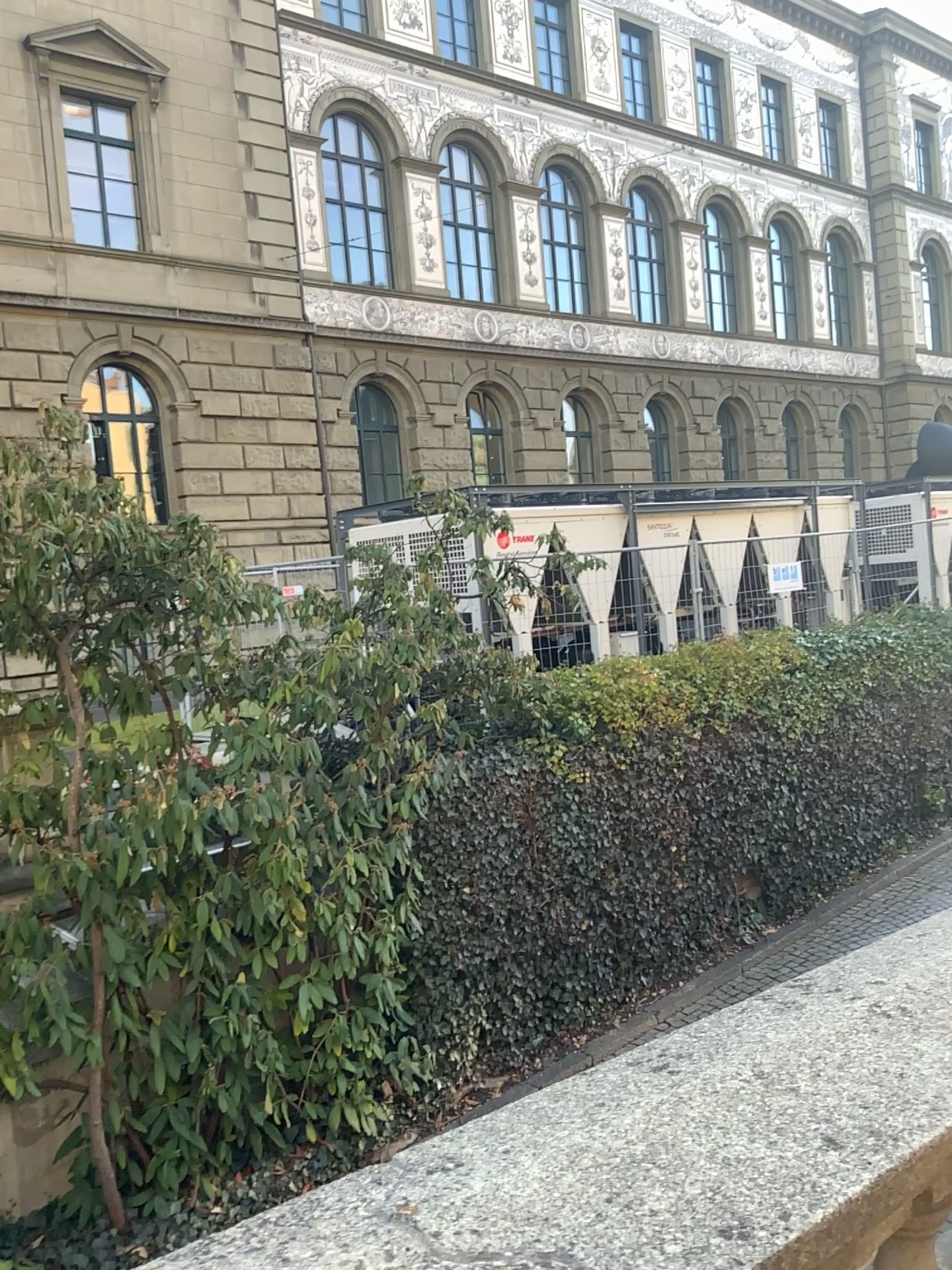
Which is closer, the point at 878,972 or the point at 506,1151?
the point at 506,1151
